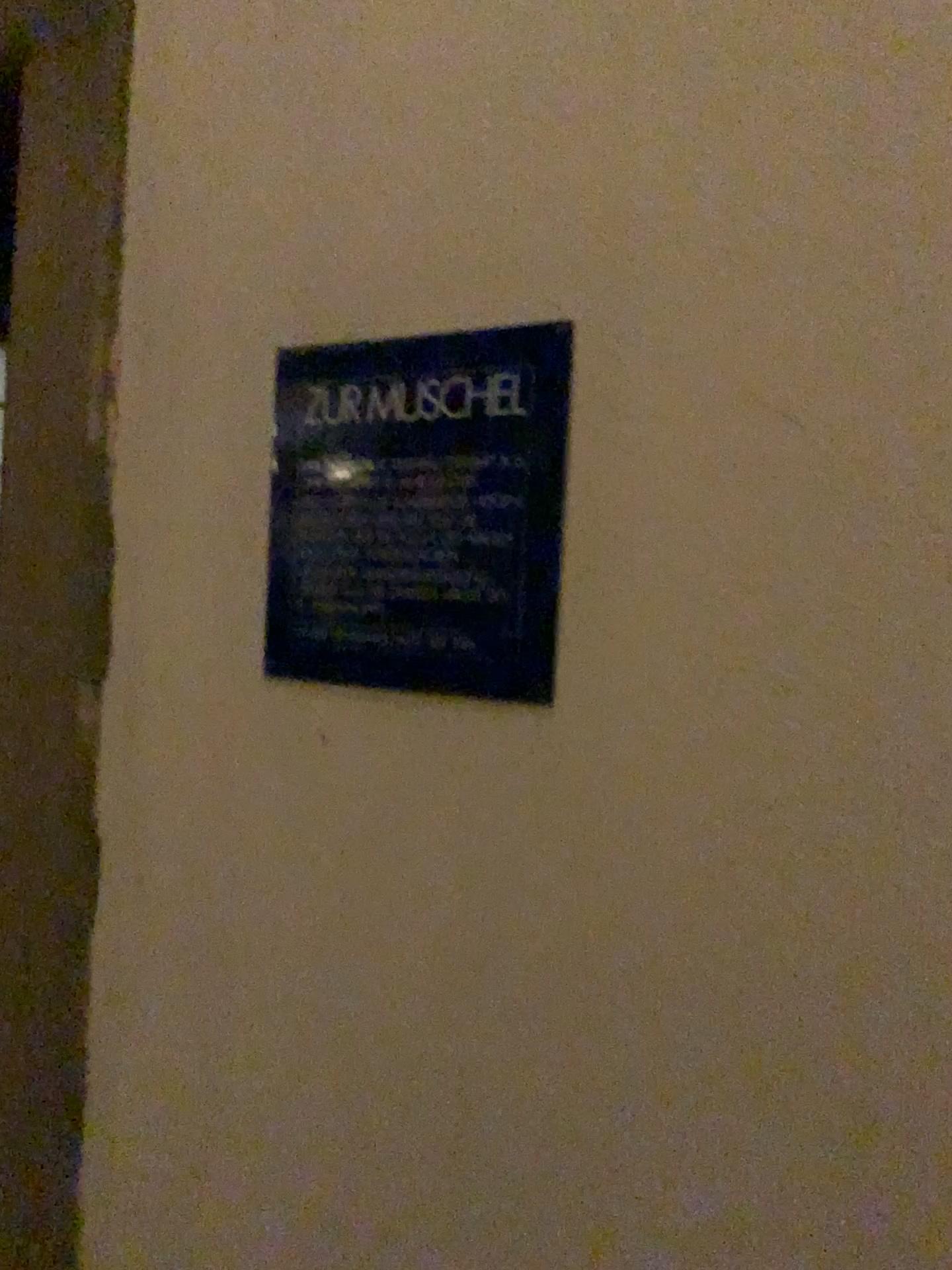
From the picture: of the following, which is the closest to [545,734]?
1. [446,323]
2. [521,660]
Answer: [521,660]

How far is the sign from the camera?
0.8m

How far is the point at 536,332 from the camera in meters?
0.8
